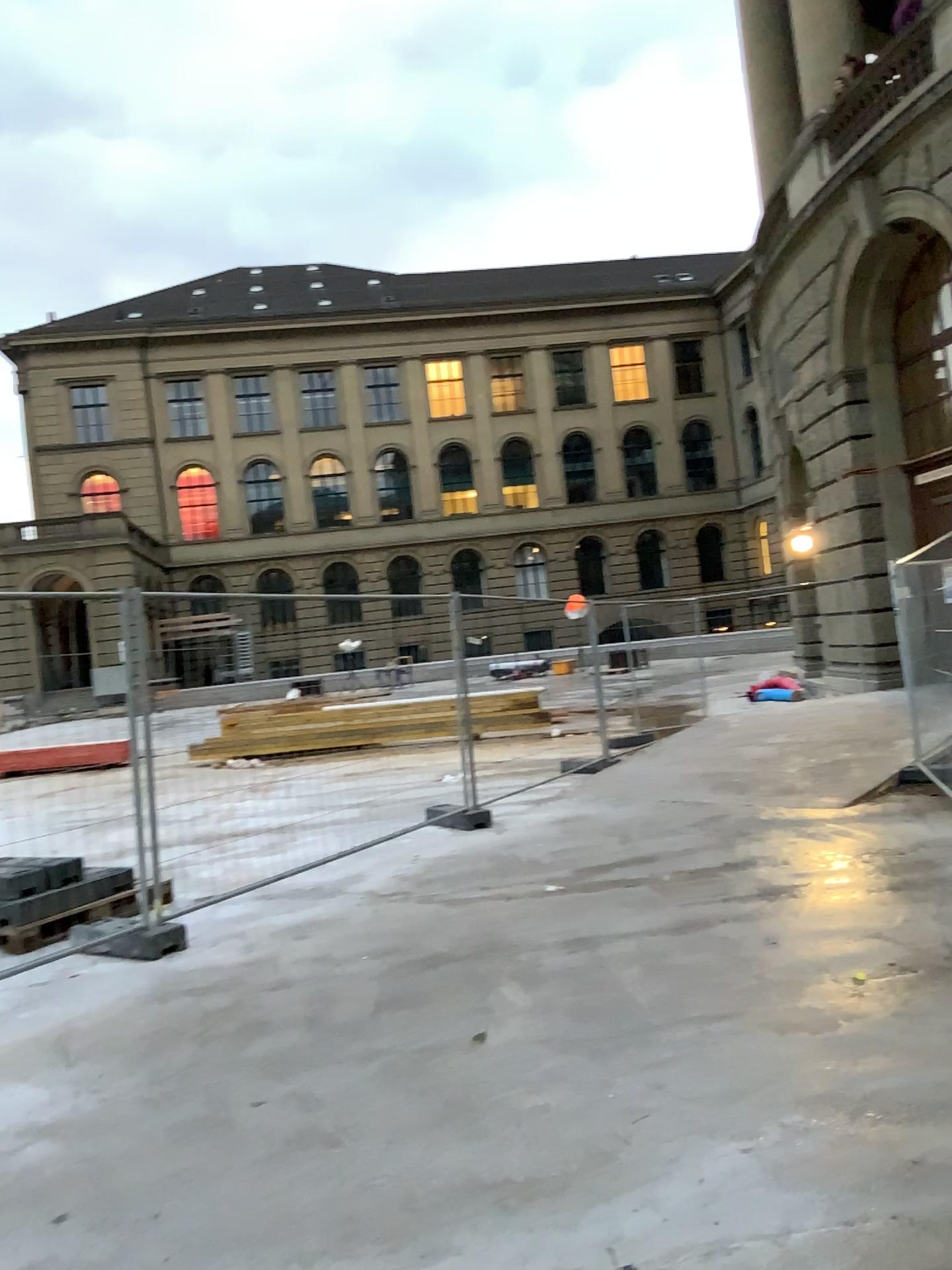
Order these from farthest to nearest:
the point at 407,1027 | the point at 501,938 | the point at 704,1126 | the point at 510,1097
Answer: the point at 501,938, the point at 407,1027, the point at 510,1097, the point at 704,1126
